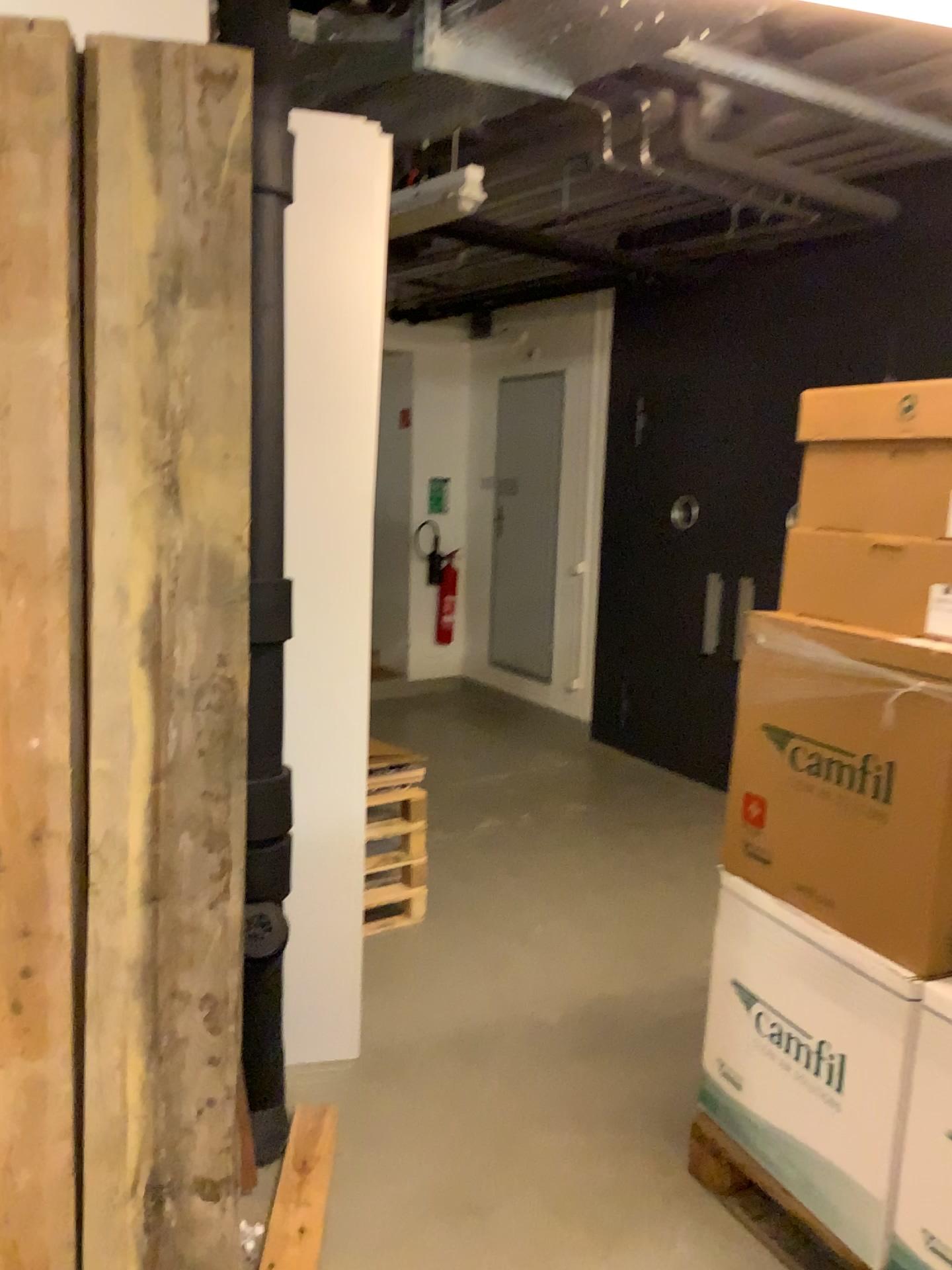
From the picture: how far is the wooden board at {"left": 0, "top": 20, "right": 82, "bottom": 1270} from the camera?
1.90m

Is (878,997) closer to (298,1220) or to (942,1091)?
(942,1091)

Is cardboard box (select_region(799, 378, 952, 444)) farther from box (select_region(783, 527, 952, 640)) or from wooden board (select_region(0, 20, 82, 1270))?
wooden board (select_region(0, 20, 82, 1270))

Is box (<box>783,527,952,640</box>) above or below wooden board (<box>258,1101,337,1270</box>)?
above

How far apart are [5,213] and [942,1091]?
2.3 meters

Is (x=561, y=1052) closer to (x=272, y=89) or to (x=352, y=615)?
(x=352, y=615)

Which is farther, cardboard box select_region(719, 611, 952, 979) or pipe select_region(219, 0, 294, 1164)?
pipe select_region(219, 0, 294, 1164)

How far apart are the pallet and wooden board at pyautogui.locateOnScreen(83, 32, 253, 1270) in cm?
113

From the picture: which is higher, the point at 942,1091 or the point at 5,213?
the point at 5,213

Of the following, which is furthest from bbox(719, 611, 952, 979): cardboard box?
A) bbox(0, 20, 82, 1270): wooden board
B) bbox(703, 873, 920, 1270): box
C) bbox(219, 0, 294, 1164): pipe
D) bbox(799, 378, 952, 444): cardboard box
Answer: bbox(0, 20, 82, 1270): wooden board
